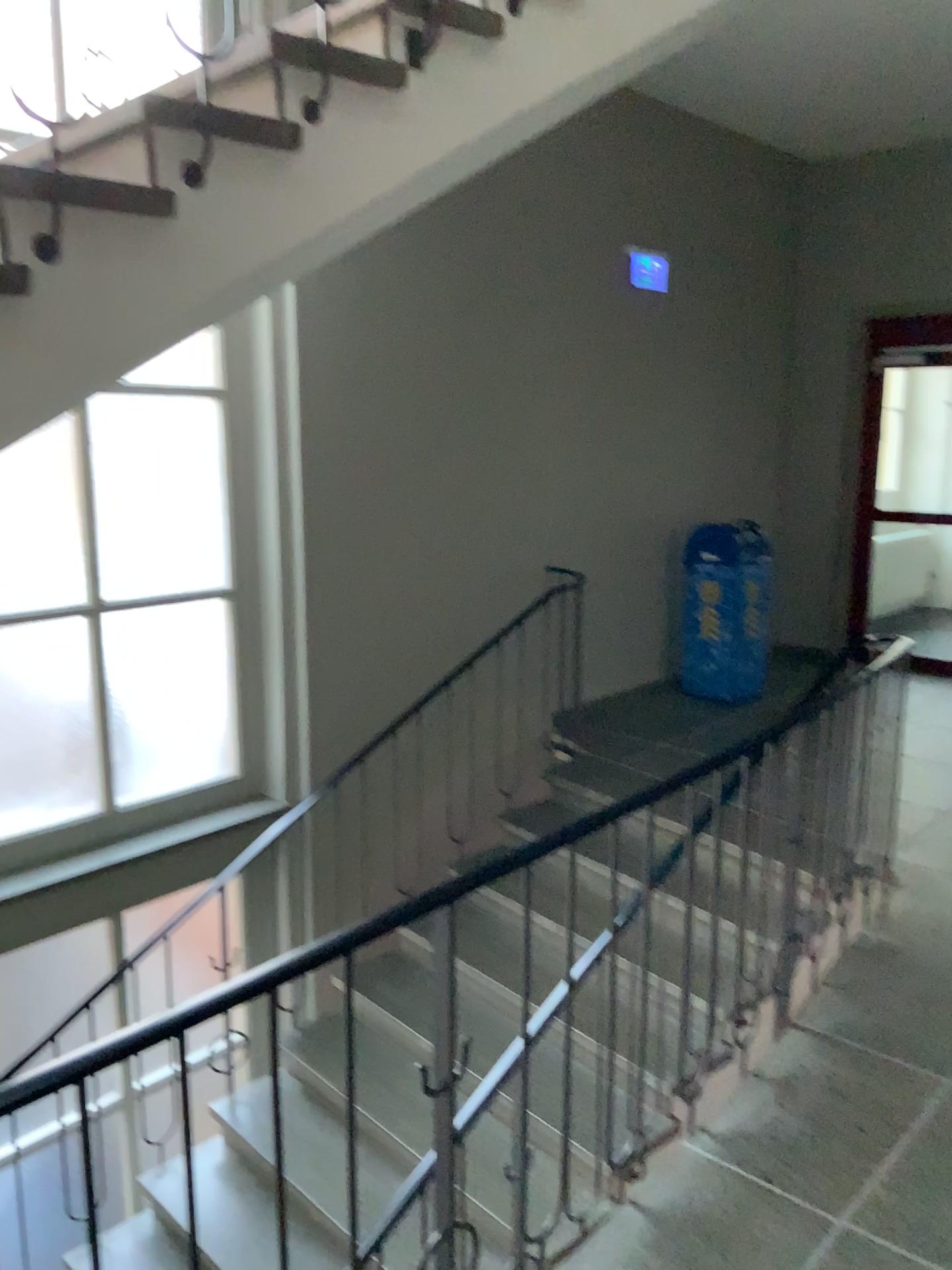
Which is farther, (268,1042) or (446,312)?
(446,312)

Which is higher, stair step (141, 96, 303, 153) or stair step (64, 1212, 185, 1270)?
stair step (141, 96, 303, 153)

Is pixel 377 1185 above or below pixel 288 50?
below

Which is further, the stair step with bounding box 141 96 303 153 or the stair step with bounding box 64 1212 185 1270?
the stair step with bounding box 64 1212 185 1270

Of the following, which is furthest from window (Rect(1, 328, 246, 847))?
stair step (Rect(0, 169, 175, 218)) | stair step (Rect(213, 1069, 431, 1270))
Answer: stair step (Rect(0, 169, 175, 218))

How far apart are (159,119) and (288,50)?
0.3m

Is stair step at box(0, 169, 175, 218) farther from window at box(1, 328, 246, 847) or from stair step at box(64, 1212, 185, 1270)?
stair step at box(64, 1212, 185, 1270)

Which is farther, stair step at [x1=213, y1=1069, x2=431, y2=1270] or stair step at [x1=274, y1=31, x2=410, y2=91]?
stair step at [x1=213, y1=1069, x2=431, y2=1270]

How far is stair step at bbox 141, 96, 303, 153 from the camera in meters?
2.0

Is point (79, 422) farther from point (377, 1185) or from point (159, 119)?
point (377, 1185)
